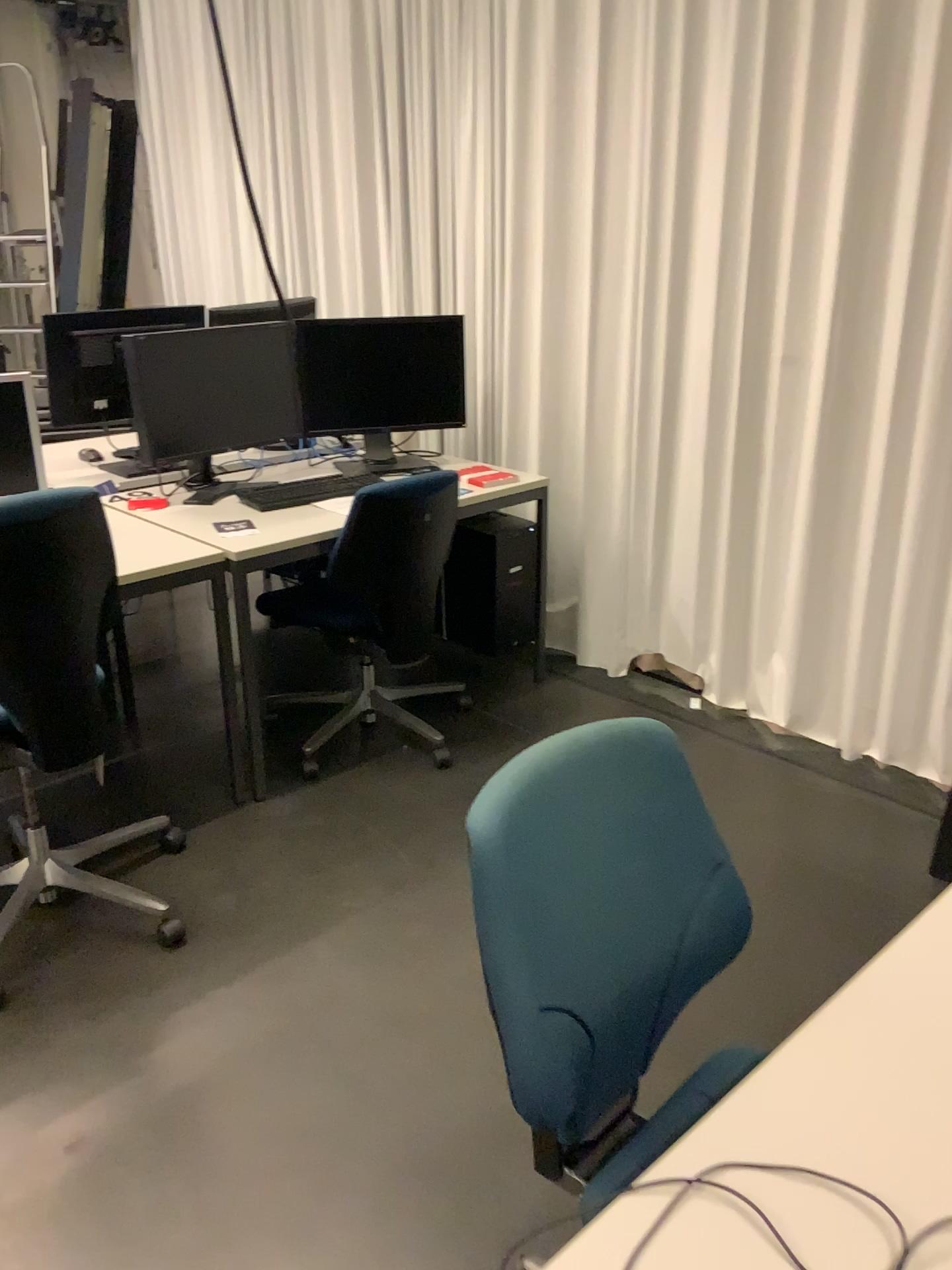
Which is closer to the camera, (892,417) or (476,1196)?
(476,1196)

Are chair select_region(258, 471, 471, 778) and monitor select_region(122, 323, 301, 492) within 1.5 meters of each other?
yes

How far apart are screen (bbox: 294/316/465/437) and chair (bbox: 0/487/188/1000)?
1.4 meters

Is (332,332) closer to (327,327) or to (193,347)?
(327,327)

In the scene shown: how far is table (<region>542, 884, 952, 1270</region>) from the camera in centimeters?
85cm

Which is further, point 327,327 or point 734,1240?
point 327,327

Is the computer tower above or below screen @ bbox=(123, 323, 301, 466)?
below

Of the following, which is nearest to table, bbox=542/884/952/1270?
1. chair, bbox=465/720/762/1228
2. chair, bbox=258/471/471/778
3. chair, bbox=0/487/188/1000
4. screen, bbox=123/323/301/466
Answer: chair, bbox=465/720/762/1228

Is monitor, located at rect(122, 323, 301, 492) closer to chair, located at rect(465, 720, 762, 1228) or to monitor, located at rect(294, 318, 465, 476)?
monitor, located at rect(294, 318, 465, 476)

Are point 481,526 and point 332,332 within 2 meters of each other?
yes
